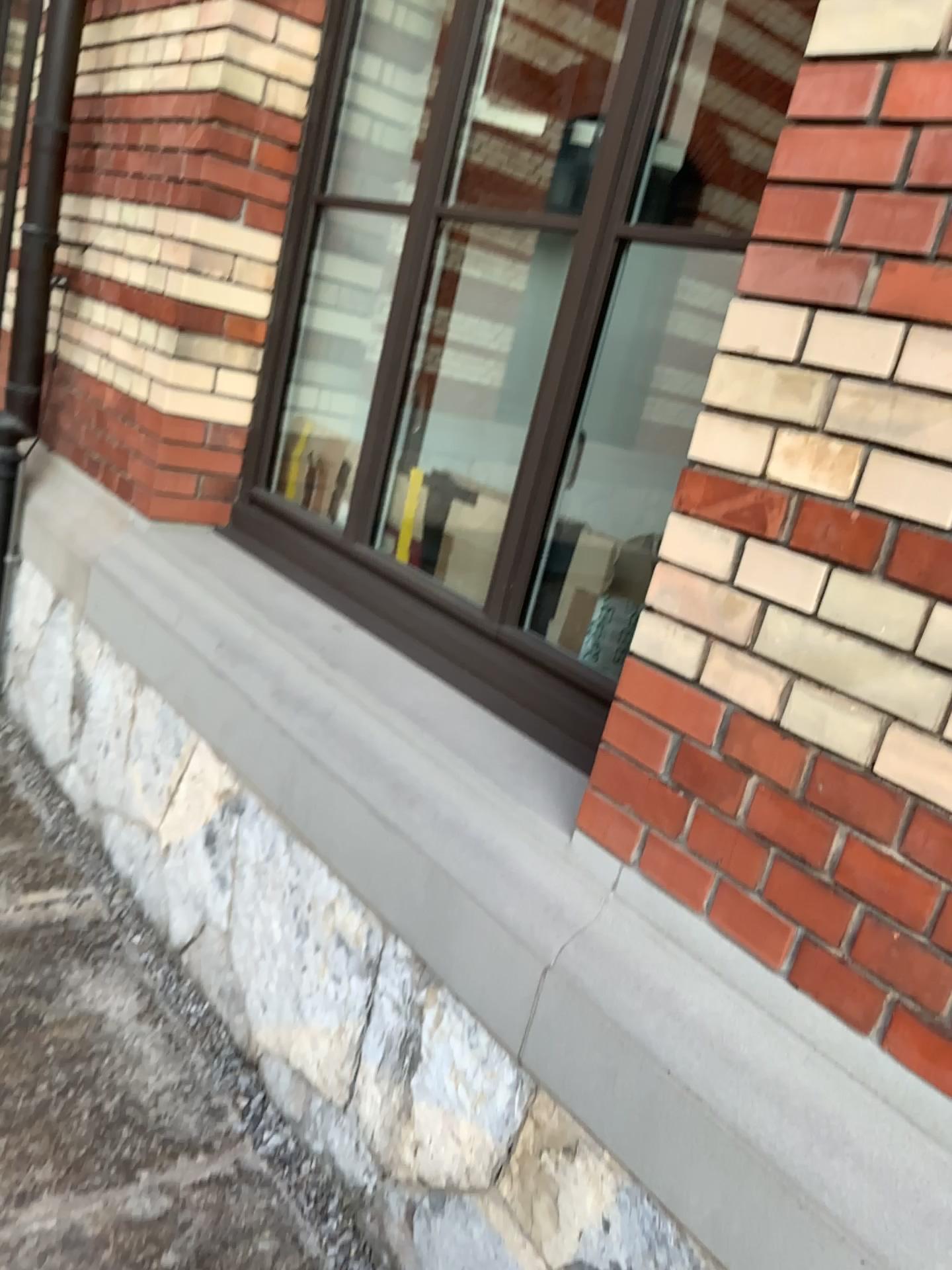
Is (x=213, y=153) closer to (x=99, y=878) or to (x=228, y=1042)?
(x=99, y=878)
